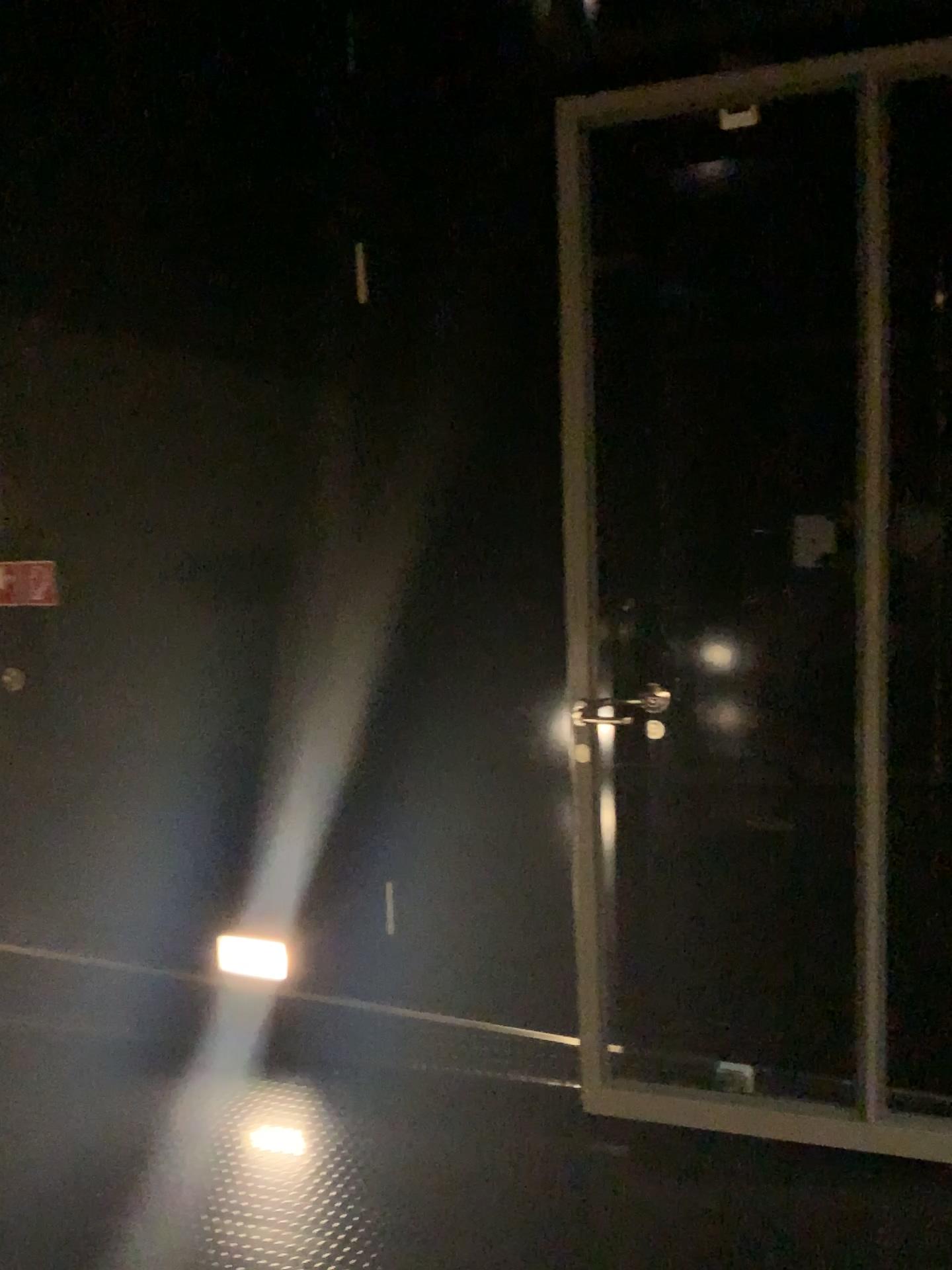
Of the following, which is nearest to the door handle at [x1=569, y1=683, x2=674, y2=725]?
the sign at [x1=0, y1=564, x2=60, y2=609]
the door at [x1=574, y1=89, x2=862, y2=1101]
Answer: the door at [x1=574, y1=89, x2=862, y2=1101]

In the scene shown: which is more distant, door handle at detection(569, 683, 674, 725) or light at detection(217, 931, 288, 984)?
light at detection(217, 931, 288, 984)

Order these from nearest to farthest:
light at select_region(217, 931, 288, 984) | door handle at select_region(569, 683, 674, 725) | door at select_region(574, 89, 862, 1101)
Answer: door at select_region(574, 89, 862, 1101)
door handle at select_region(569, 683, 674, 725)
light at select_region(217, 931, 288, 984)

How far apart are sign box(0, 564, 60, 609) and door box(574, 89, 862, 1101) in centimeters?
188cm

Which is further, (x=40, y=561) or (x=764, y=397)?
(x=40, y=561)

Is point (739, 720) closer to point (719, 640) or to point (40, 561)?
point (719, 640)

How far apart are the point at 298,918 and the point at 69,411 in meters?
1.8 m

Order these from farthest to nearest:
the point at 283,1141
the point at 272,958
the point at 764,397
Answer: the point at 272,958
the point at 283,1141
the point at 764,397

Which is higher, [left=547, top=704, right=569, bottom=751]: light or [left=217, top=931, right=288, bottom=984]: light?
[left=547, top=704, right=569, bottom=751]: light

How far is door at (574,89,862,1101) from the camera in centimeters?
250cm
